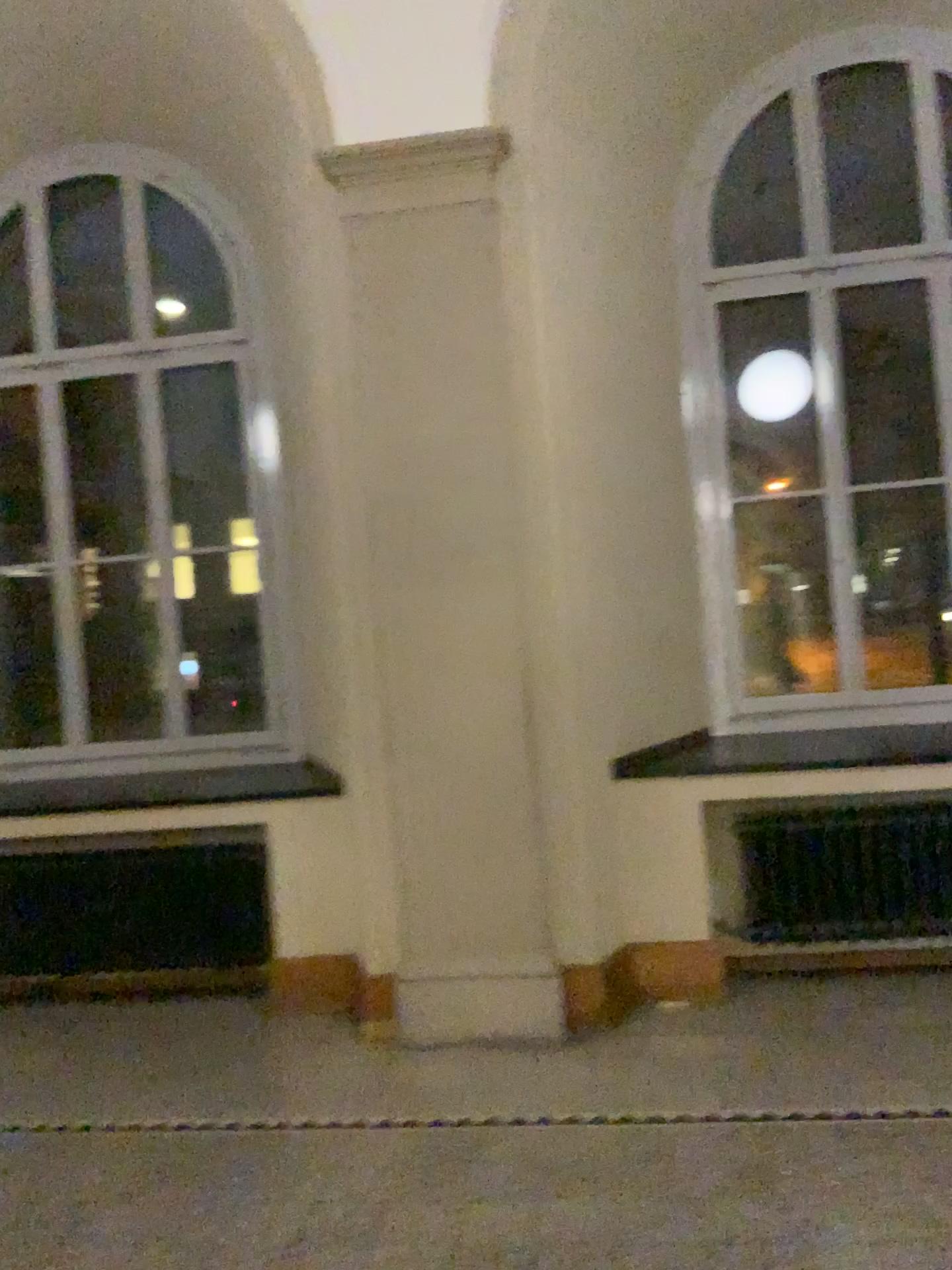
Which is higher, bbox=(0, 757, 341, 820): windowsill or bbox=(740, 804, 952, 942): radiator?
bbox=(0, 757, 341, 820): windowsill

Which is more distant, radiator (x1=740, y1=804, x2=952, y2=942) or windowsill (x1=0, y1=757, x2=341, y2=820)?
windowsill (x1=0, y1=757, x2=341, y2=820)

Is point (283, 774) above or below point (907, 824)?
above

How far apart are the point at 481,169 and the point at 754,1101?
3.3m

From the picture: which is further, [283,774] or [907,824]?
[283,774]

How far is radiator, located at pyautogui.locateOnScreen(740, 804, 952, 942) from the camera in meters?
4.1

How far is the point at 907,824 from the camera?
4.1 meters
